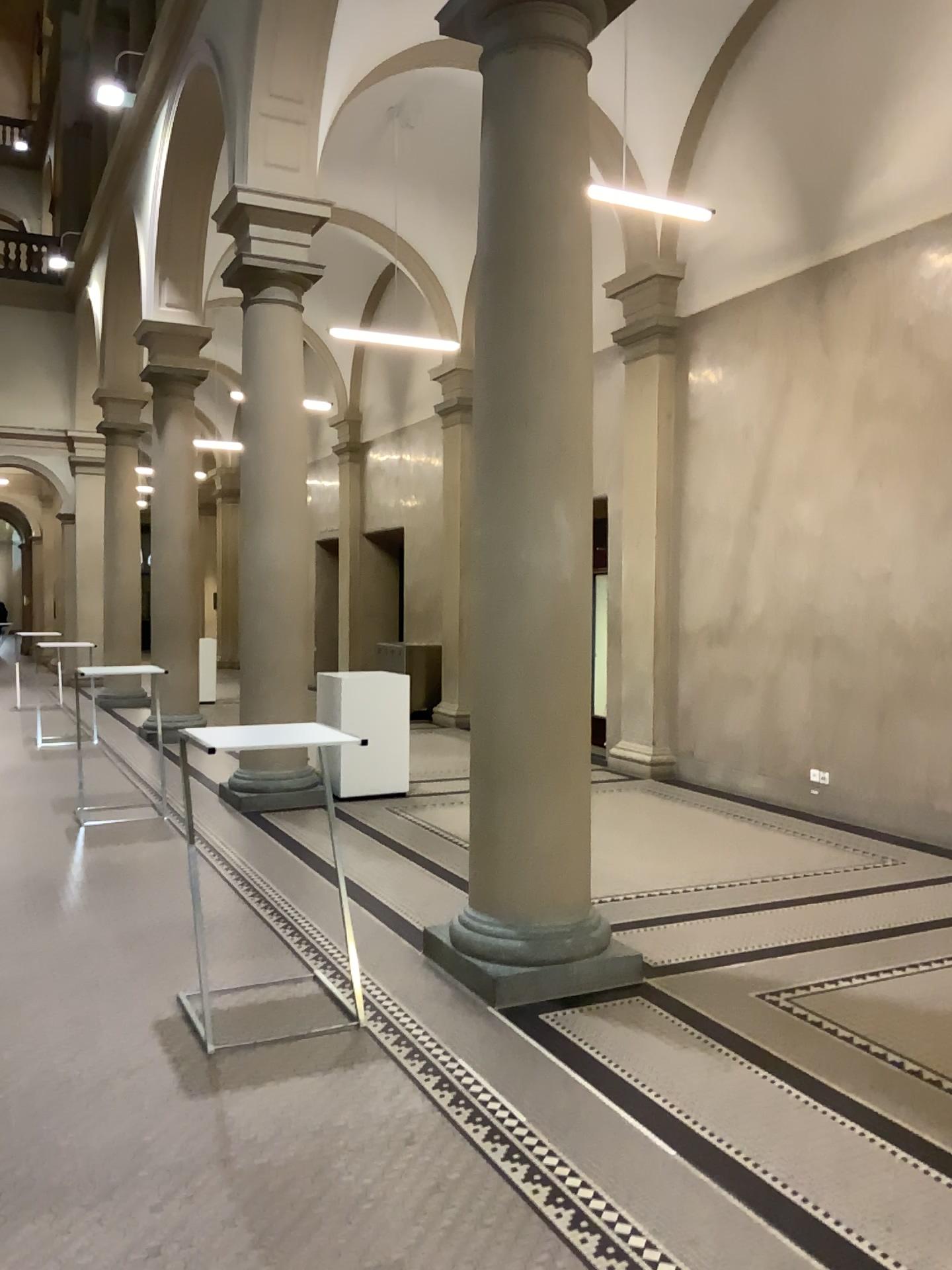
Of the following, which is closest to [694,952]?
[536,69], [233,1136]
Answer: [233,1136]

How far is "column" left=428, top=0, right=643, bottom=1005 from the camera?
4.41m

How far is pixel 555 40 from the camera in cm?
441
